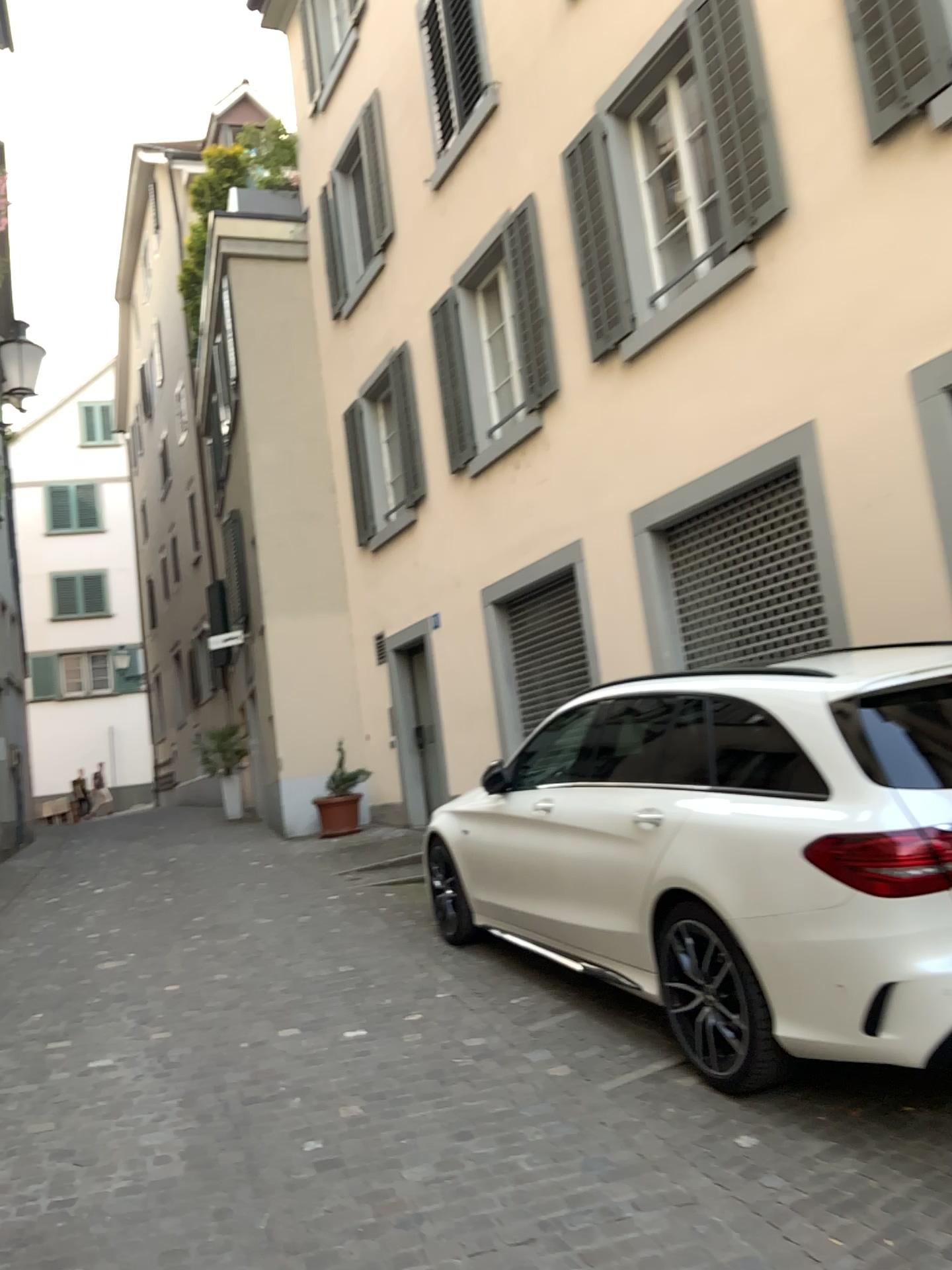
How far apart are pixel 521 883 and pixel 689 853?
1.5 meters
